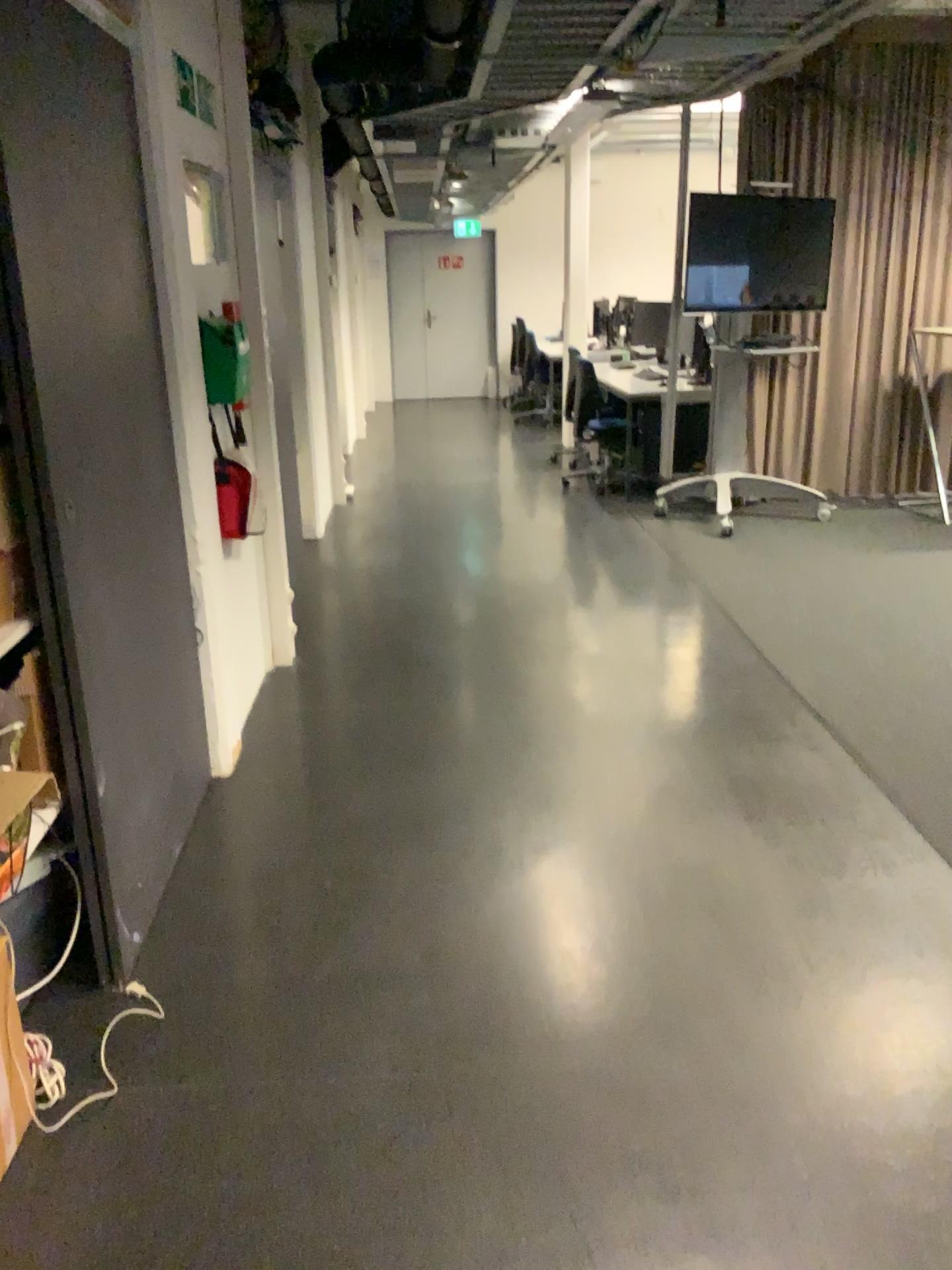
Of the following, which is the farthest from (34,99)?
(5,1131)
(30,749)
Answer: (5,1131)

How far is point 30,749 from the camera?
2.0m

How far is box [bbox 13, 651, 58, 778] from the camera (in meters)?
1.95

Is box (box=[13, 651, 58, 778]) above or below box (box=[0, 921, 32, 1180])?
above

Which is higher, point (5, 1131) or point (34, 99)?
point (34, 99)

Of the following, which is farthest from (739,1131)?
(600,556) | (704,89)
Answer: (600,556)
